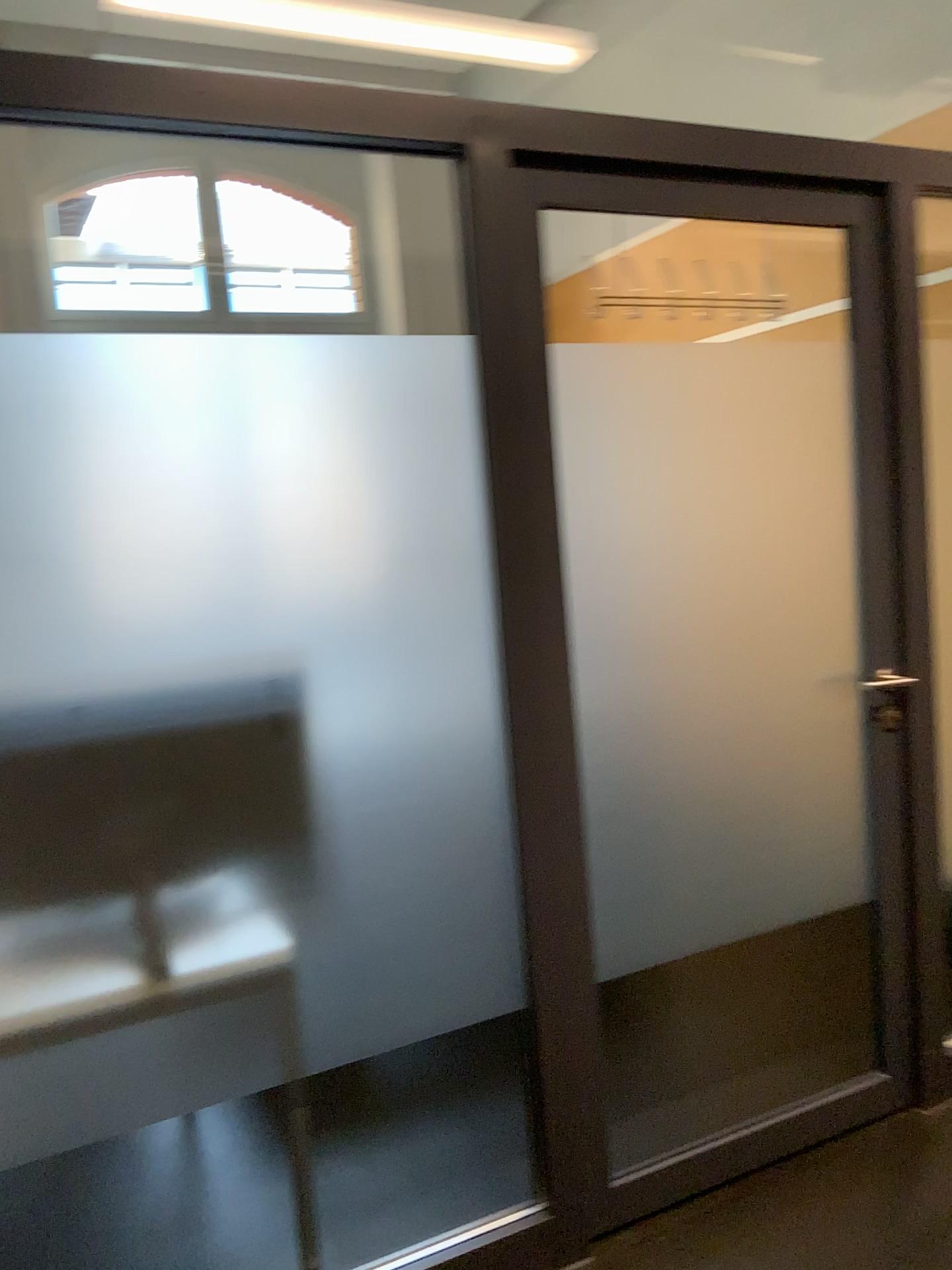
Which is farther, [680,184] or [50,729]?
[680,184]

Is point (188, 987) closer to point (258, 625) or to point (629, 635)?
point (258, 625)

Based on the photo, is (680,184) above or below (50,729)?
above

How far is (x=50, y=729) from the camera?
1.6m

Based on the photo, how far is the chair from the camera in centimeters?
158cm

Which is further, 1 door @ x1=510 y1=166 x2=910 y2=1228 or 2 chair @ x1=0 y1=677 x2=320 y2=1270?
1 door @ x1=510 y1=166 x2=910 y2=1228
